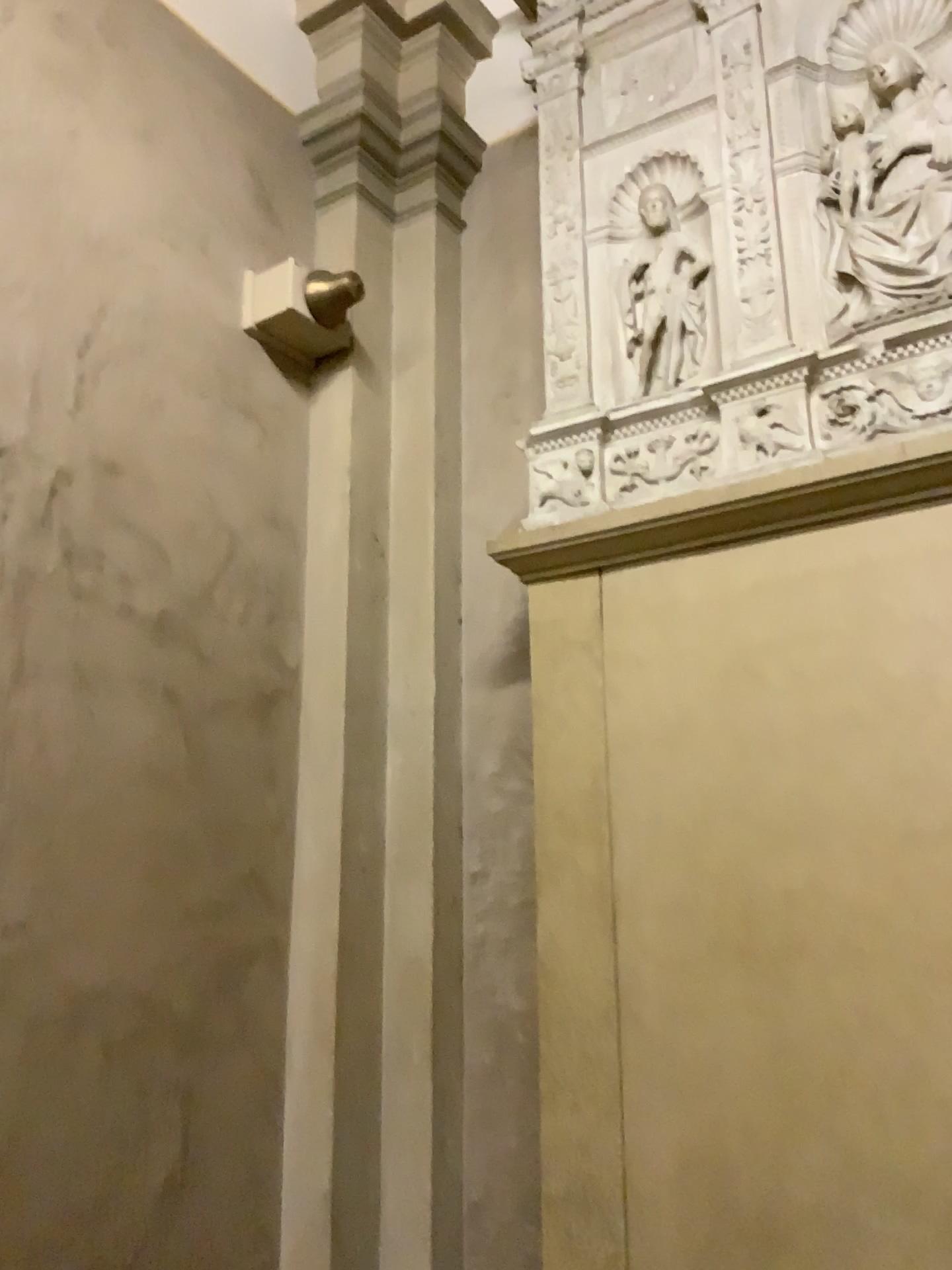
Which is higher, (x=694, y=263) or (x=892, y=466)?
(x=694, y=263)

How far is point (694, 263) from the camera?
3.0m

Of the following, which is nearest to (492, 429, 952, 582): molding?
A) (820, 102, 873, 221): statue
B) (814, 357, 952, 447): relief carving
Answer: (814, 357, 952, 447): relief carving

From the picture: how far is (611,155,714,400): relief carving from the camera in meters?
3.0

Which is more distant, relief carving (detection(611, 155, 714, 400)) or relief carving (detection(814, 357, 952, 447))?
relief carving (detection(611, 155, 714, 400))

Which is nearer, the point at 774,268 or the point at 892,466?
the point at 892,466

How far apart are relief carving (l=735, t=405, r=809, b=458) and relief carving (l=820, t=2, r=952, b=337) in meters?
0.3

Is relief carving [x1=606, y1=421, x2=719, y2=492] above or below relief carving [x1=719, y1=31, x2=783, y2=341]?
below

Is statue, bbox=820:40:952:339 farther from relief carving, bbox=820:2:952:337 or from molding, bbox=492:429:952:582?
molding, bbox=492:429:952:582

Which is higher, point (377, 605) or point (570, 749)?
point (377, 605)
